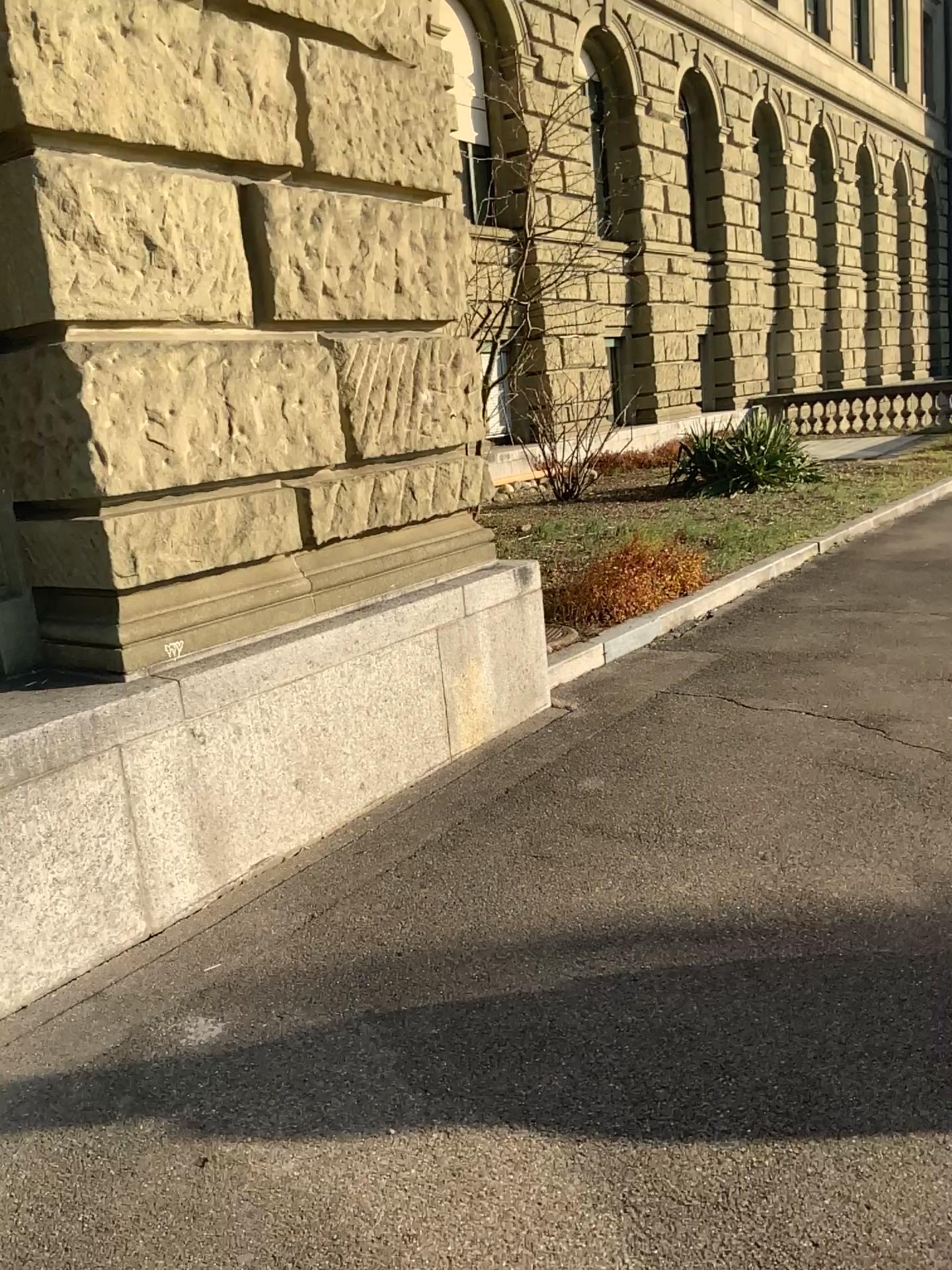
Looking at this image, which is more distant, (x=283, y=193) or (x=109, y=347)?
(x=283, y=193)

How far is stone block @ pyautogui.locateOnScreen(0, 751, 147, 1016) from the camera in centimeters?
274cm

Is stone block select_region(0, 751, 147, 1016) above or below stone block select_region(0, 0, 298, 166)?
below

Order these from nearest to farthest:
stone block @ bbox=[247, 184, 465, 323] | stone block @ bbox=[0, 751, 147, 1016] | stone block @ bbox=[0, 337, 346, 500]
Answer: stone block @ bbox=[0, 751, 147, 1016]
stone block @ bbox=[0, 337, 346, 500]
stone block @ bbox=[247, 184, 465, 323]

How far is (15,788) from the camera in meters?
2.7

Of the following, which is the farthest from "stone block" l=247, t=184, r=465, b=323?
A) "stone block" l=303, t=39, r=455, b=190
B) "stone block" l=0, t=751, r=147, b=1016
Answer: "stone block" l=0, t=751, r=147, b=1016

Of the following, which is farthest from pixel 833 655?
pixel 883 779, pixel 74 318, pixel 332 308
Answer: pixel 74 318

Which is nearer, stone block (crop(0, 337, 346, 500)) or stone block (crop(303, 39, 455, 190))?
stone block (crop(0, 337, 346, 500))

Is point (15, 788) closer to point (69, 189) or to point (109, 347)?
point (109, 347)

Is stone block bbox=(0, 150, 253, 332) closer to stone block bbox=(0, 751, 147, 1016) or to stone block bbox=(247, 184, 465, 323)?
stone block bbox=(247, 184, 465, 323)
